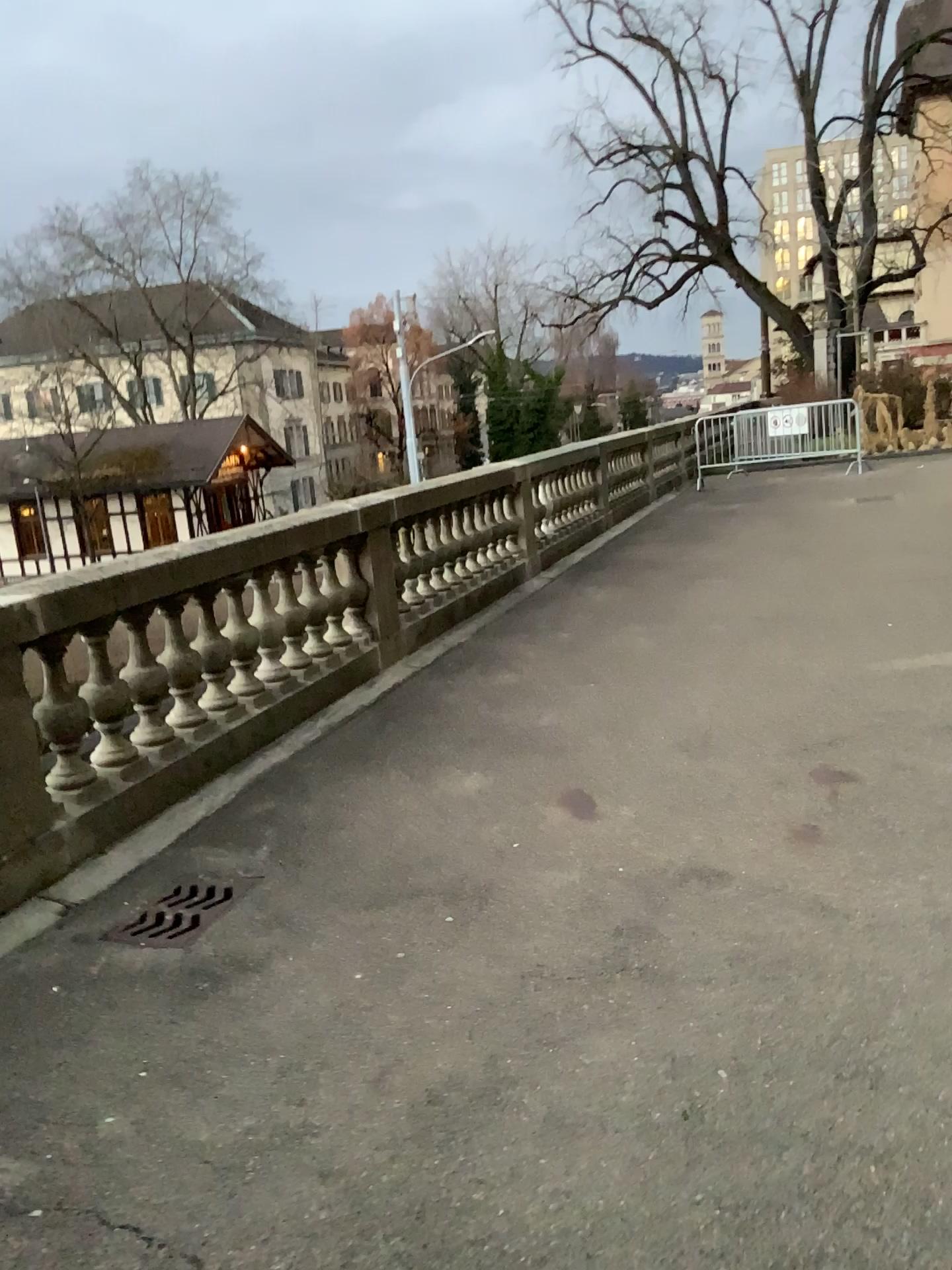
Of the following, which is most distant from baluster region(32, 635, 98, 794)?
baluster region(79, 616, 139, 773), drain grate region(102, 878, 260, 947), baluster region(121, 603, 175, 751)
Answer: drain grate region(102, 878, 260, 947)

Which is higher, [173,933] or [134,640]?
[134,640]

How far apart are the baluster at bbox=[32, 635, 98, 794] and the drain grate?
0.66m

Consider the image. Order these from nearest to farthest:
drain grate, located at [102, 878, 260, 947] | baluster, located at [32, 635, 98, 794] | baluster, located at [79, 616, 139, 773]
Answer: drain grate, located at [102, 878, 260, 947] < baluster, located at [32, 635, 98, 794] < baluster, located at [79, 616, 139, 773]

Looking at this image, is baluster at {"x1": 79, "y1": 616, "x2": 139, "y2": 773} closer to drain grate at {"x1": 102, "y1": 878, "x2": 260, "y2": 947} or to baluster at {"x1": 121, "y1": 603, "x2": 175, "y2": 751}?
baluster at {"x1": 121, "y1": 603, "x2": 175, "y2": 751}

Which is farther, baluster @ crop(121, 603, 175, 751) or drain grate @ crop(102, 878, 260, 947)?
baluster @ crop(121, 603, 175, 751)

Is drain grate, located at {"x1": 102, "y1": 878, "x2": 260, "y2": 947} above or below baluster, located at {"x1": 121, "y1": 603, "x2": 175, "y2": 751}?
below

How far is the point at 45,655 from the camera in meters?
3.9

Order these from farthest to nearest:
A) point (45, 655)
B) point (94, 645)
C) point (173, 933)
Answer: point (94, 645) → point (45, 655) → point (173, 933)

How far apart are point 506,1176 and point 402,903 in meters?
1.4 m
